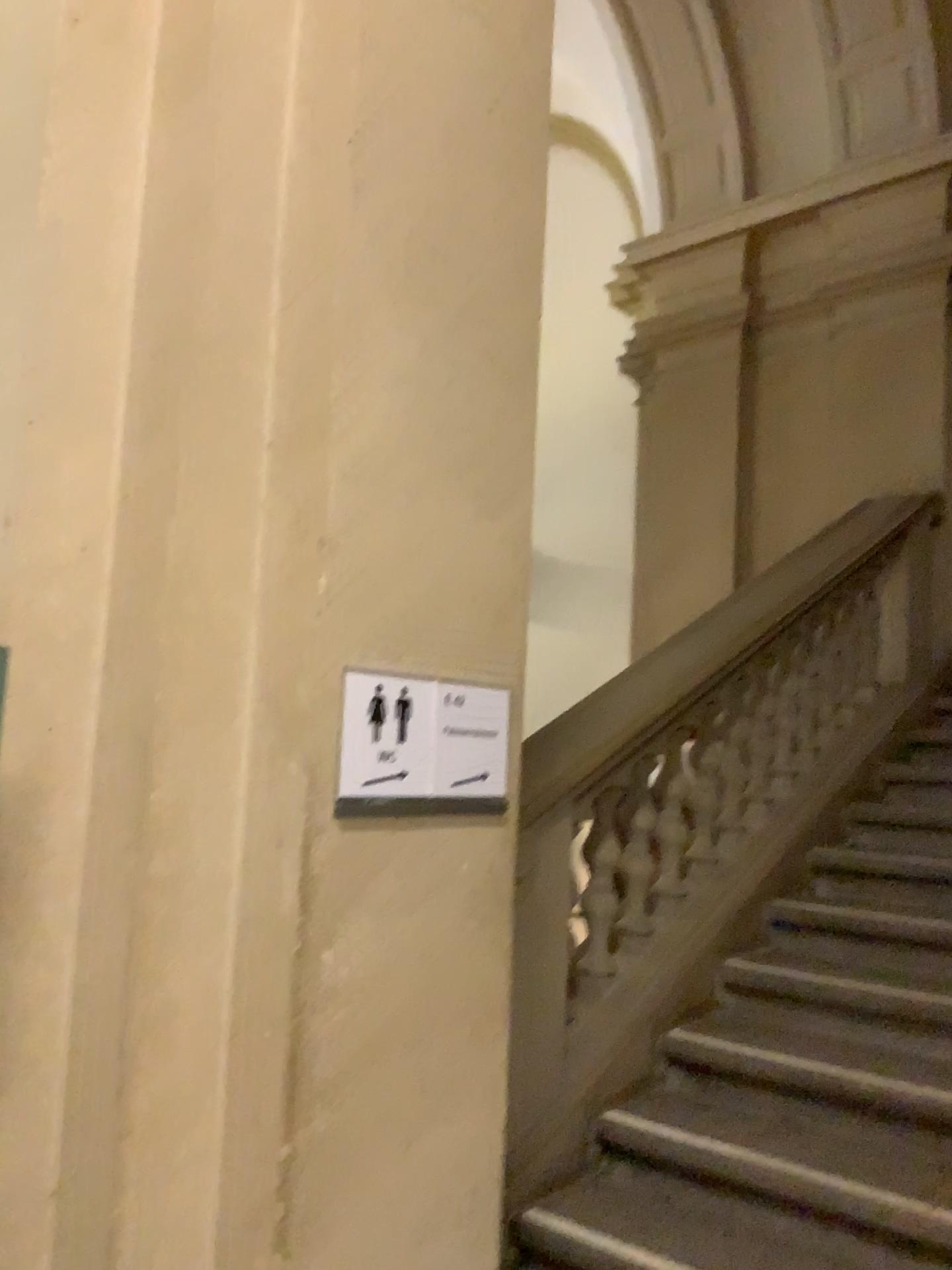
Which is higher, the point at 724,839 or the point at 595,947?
the point at 724,839

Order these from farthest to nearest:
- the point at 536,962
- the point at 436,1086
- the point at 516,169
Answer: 1. the point at 536,962
2. the point at 516,169
3. the point at 436,1086

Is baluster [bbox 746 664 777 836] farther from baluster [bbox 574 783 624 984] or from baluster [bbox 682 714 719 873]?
baluster [bbox 574 783 624 984]

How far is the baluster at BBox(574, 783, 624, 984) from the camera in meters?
3.0 m

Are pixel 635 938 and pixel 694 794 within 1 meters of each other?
yes

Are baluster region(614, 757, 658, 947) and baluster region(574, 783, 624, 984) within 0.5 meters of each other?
yes

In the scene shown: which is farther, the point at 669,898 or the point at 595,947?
the point at 669,898

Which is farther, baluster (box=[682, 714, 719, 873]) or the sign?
baluster (box=[682, 714, 719, 873])

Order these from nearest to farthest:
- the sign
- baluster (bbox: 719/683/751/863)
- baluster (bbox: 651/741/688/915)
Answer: the sign < baluster (bbox: 651/741/688/915) < baluster (bbox: 719/683/751/863)

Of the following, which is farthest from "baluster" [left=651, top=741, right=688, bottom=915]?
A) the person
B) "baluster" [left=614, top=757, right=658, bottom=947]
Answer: the person
